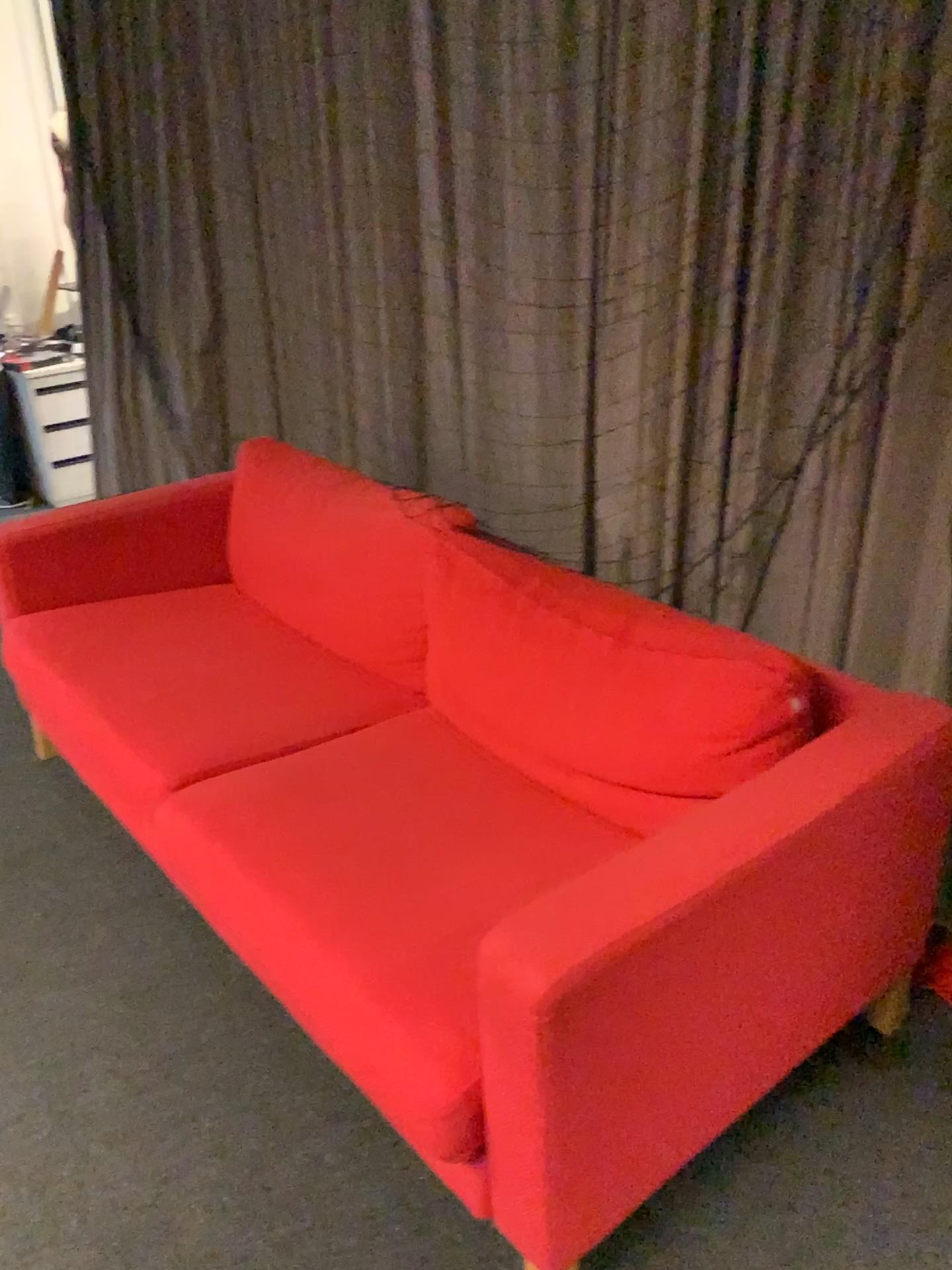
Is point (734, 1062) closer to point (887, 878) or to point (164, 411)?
point (887, 878)

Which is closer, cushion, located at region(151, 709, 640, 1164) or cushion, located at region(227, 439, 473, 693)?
cushion, located at region(151, 709, 640, 1164)

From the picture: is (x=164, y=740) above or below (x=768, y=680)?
below

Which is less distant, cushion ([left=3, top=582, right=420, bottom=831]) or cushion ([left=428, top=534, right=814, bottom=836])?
cushion ([left=428, top=534, right=814, bottom=836])

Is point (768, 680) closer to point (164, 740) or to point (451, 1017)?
point (451, 1017)

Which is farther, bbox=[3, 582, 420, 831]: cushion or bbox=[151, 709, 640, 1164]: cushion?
bbox=[3, 582, 420, 831]: cushion

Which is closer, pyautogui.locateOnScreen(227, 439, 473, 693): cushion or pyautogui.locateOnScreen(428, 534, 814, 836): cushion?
pyautogui.locateOnScreen(428, 534, 814, 836): cushion

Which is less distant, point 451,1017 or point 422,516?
point 451,1017
